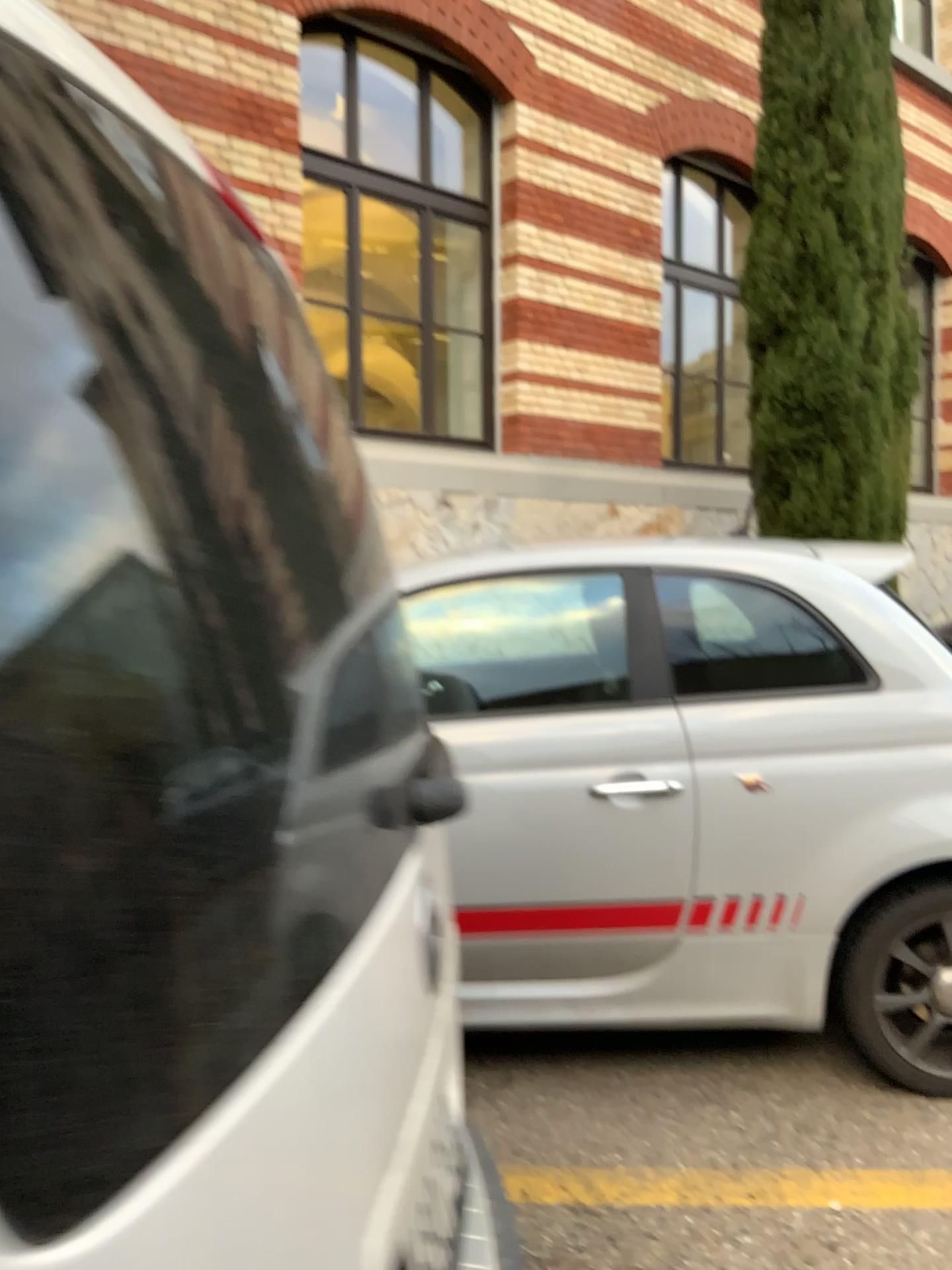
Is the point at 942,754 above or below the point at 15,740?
below

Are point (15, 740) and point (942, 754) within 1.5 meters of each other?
no

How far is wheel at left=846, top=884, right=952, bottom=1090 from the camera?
2.7 meters

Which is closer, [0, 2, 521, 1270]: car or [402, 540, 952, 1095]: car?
[0, 2, 521, 1270]: car

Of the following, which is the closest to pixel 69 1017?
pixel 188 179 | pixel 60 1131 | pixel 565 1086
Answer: pixel 60 1131

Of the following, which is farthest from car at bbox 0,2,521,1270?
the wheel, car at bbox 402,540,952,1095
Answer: the wheel

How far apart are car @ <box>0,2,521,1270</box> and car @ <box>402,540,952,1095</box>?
1.77m

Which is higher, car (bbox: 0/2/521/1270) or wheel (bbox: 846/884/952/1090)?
car (bbox: 0/2/521/1270)

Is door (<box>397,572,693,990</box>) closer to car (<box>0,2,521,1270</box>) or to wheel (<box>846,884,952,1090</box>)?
wheel (<box>846,884,952,1090</box>)

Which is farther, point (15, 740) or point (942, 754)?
point (942, 754)
